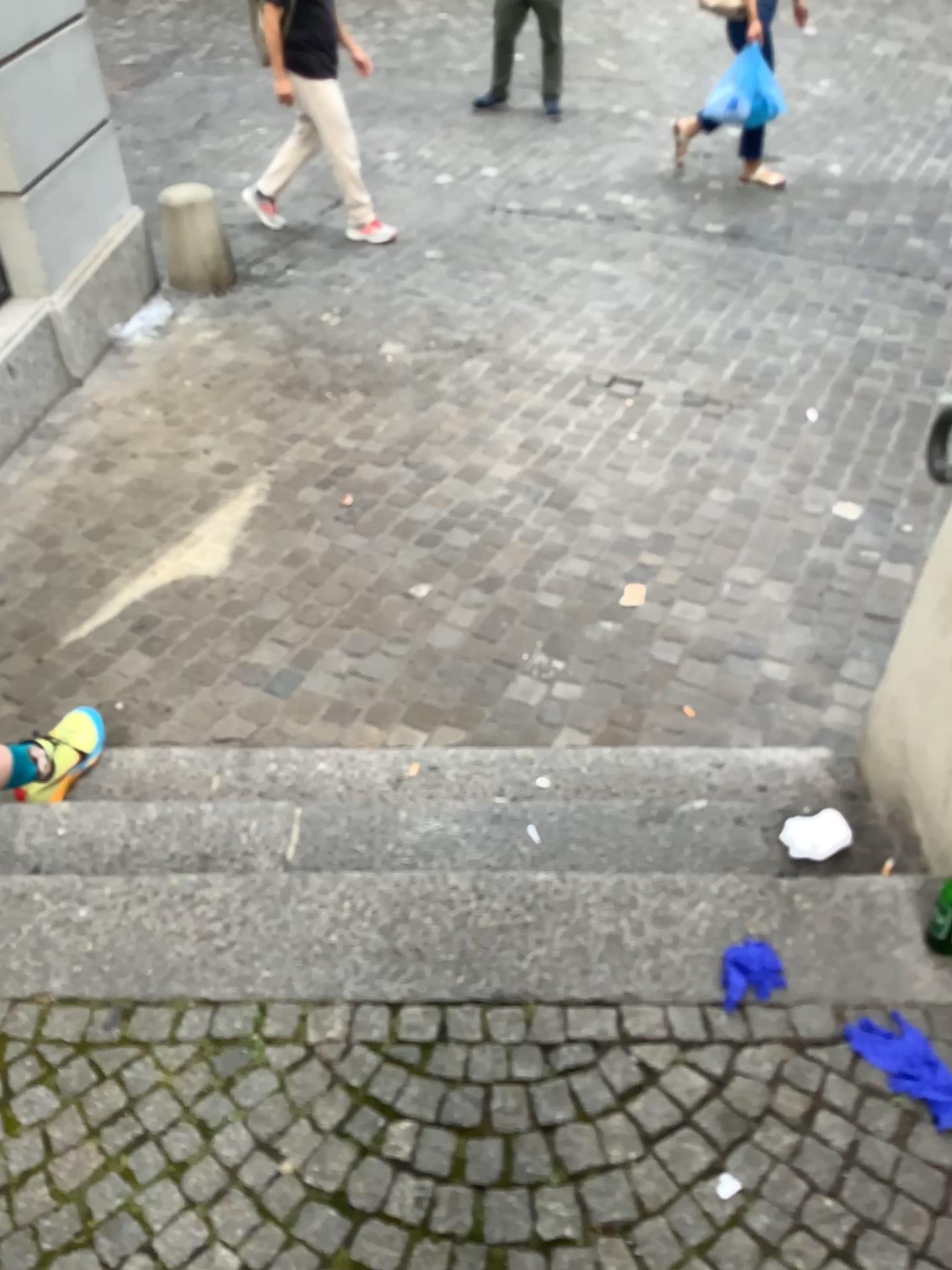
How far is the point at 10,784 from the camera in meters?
2.2

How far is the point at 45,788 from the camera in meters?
2.2 m

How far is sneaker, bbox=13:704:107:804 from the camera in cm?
223

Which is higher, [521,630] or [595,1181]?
[595,1181]

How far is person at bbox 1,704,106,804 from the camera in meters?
2.2
